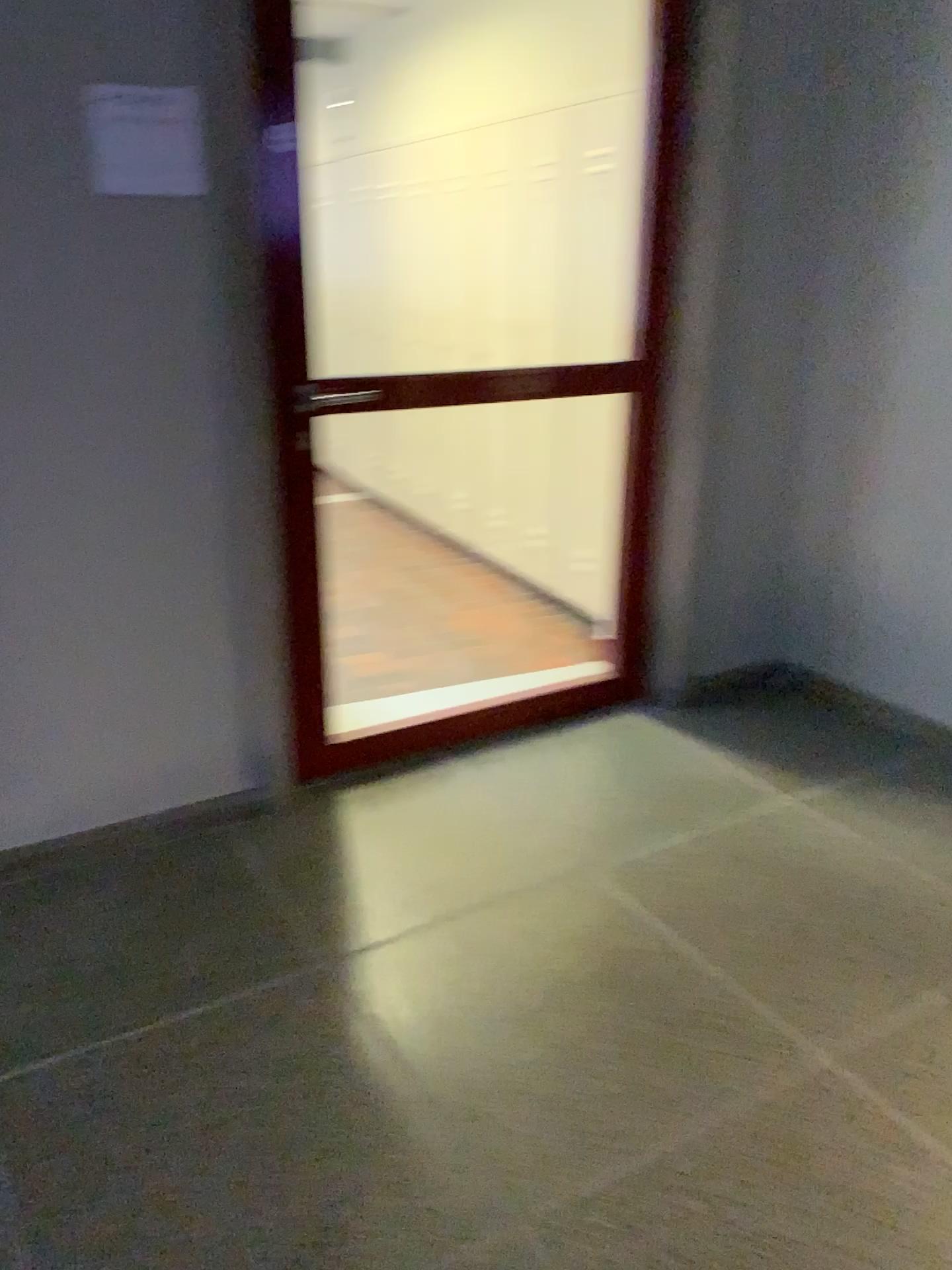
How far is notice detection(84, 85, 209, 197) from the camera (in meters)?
2.13

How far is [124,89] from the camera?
2.1 meters

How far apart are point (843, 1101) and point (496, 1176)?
0.6 meters
